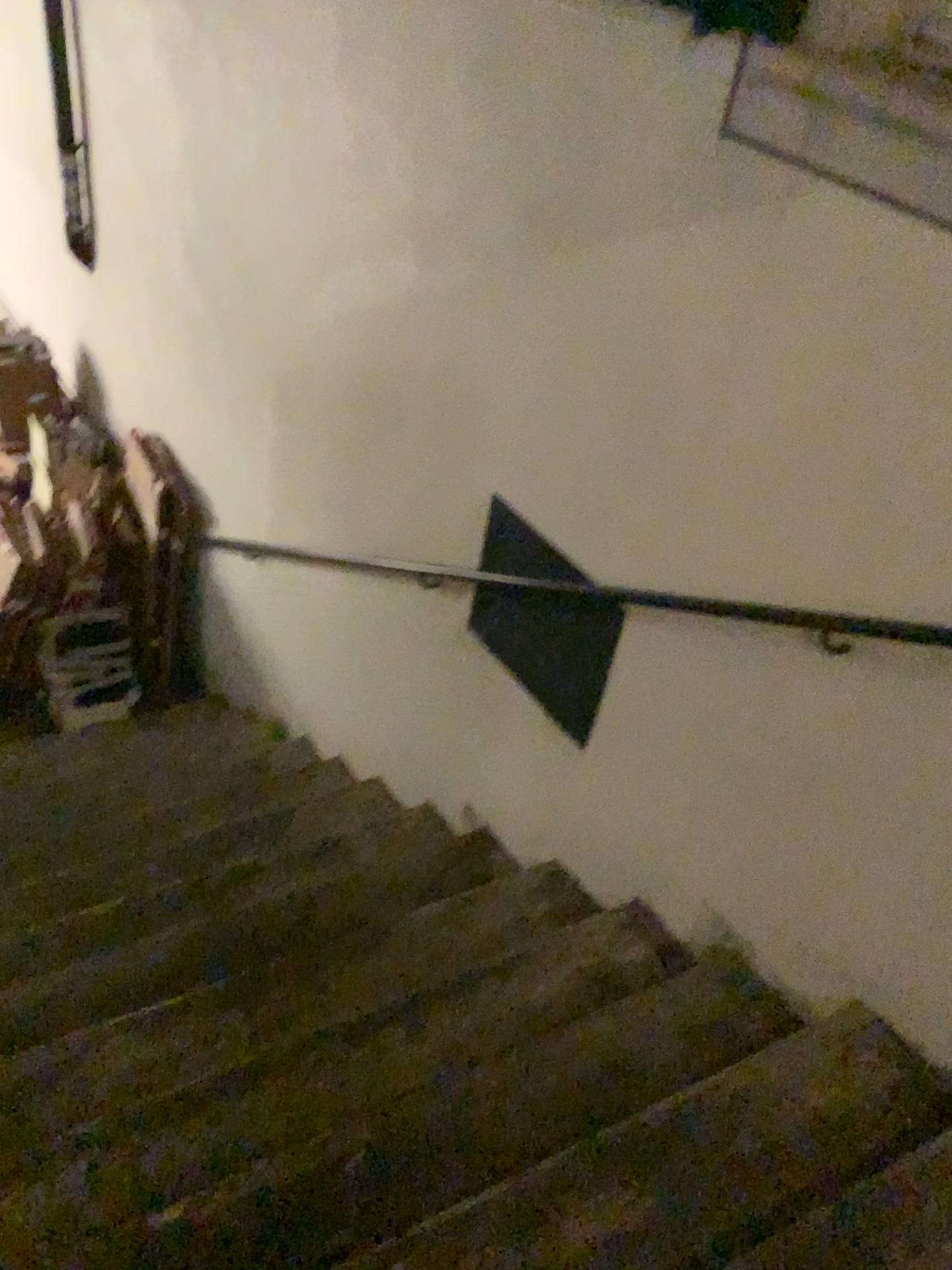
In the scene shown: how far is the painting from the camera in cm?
158

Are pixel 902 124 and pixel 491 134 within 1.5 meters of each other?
yes

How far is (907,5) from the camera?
1.6m
